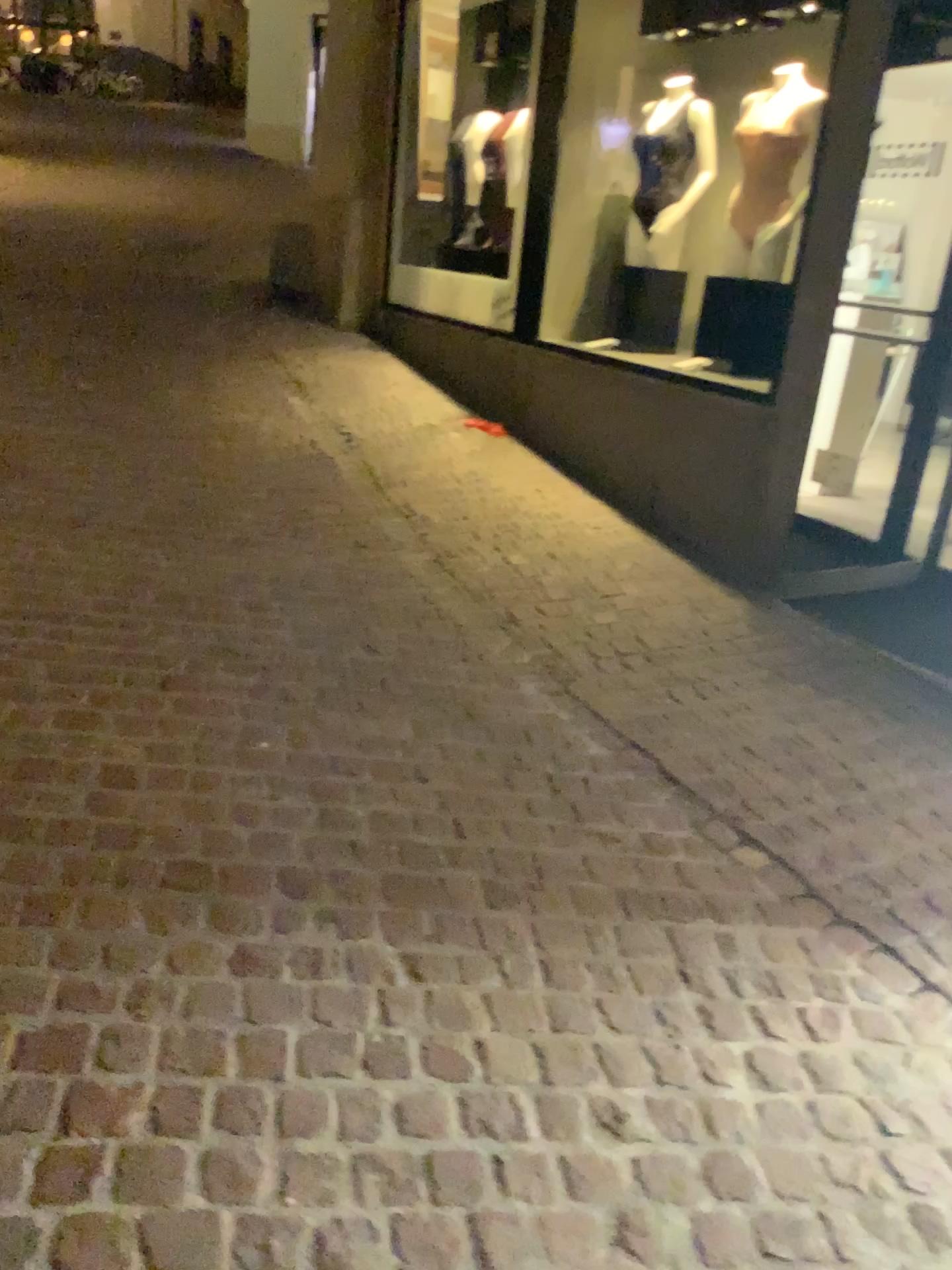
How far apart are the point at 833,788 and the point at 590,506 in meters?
2.2
